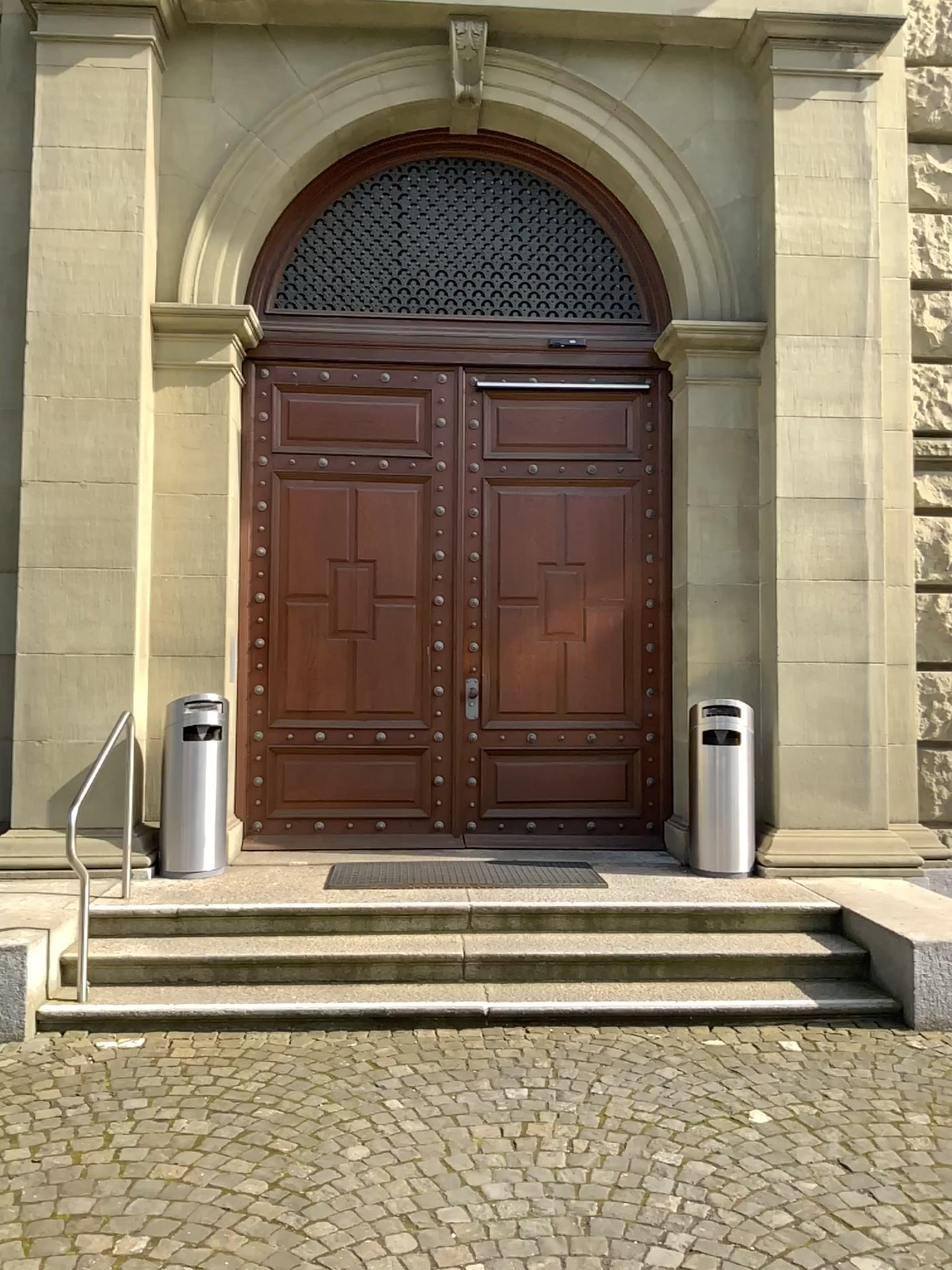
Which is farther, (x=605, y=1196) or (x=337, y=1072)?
(x=337, y=1072)
